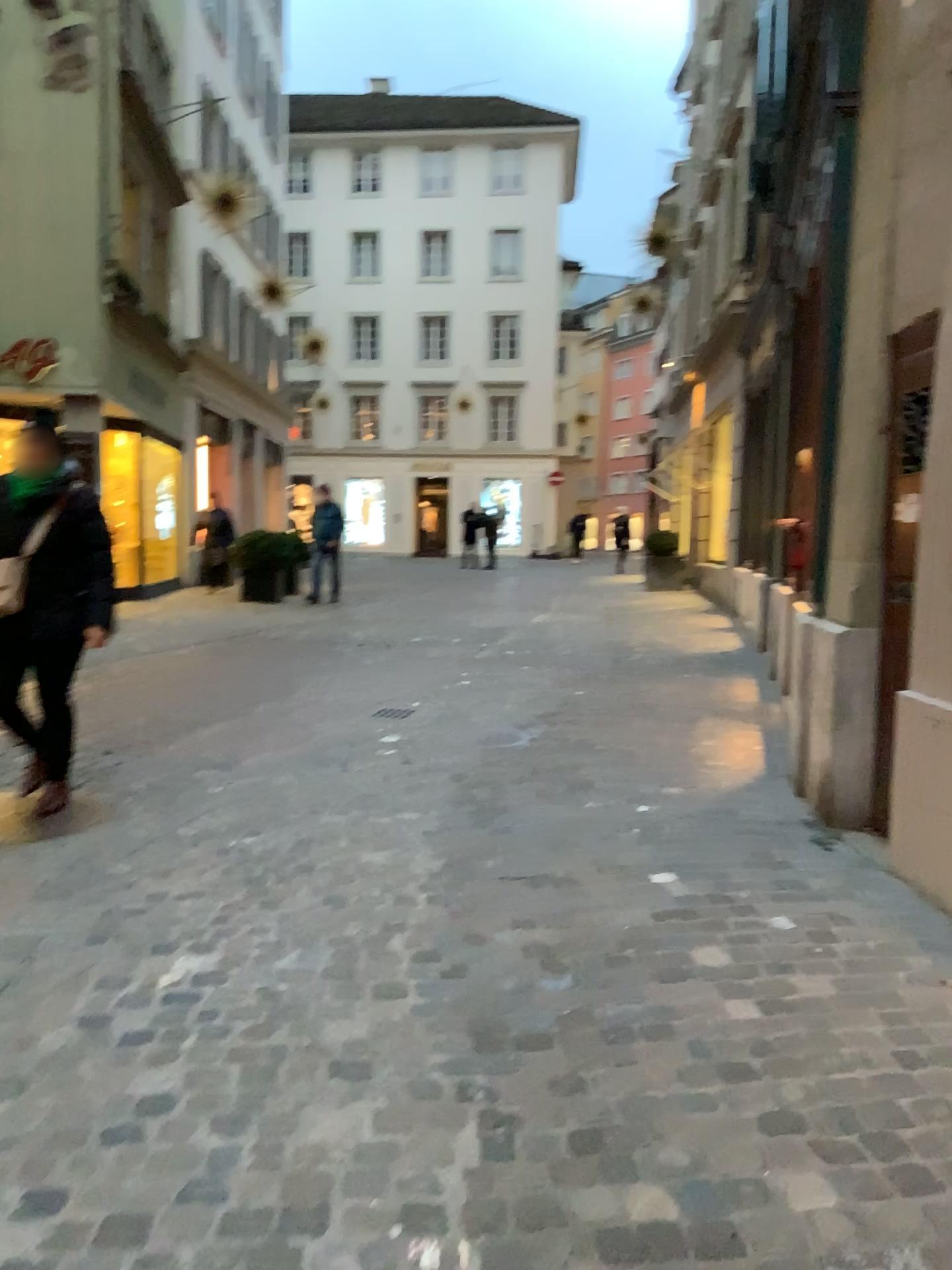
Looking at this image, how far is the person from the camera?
4.2m

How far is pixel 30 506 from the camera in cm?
Result: 422

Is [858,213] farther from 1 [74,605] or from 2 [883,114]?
1 [74,605]
